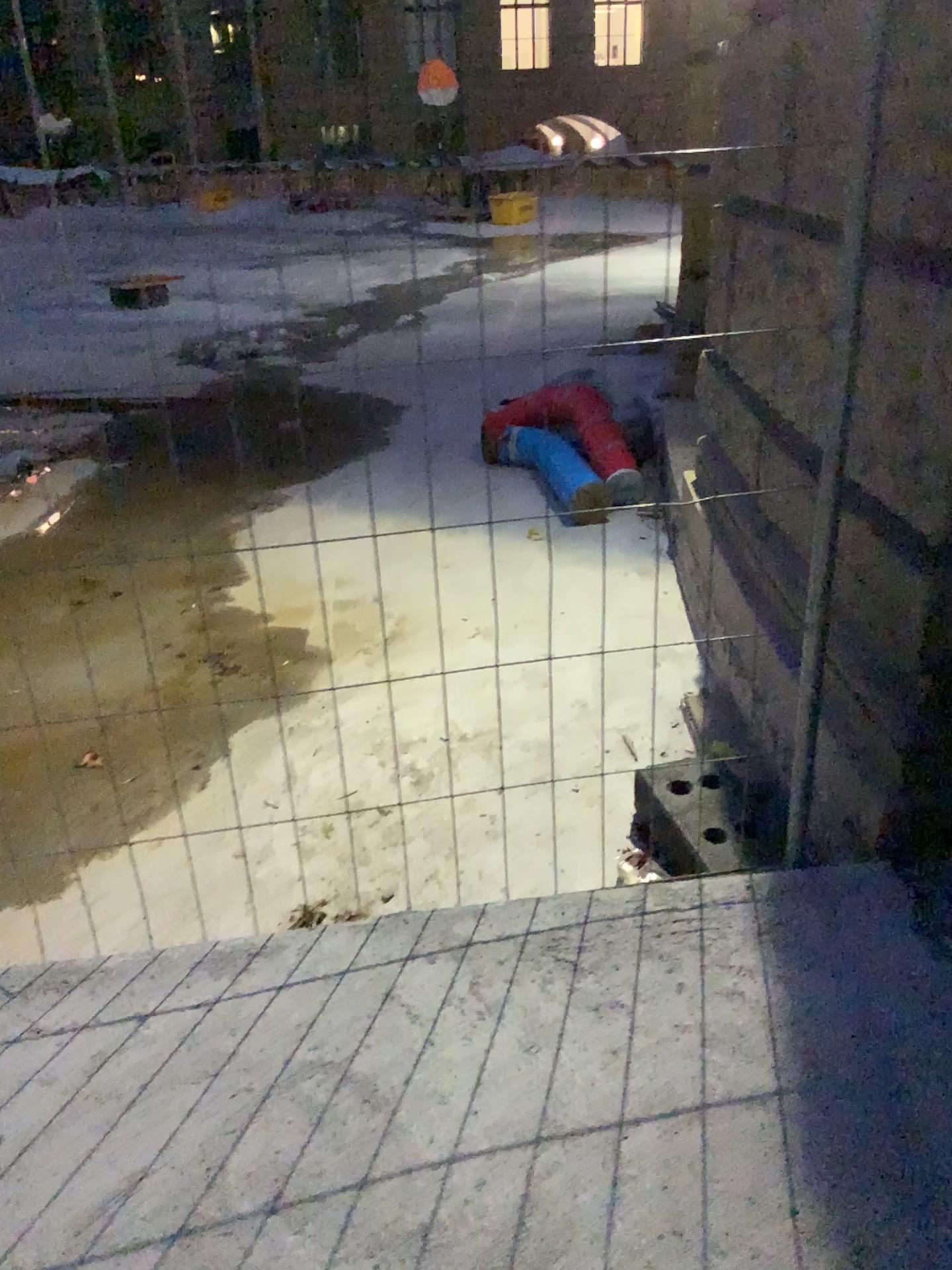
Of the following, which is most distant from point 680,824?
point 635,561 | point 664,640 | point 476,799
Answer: point 635,561
